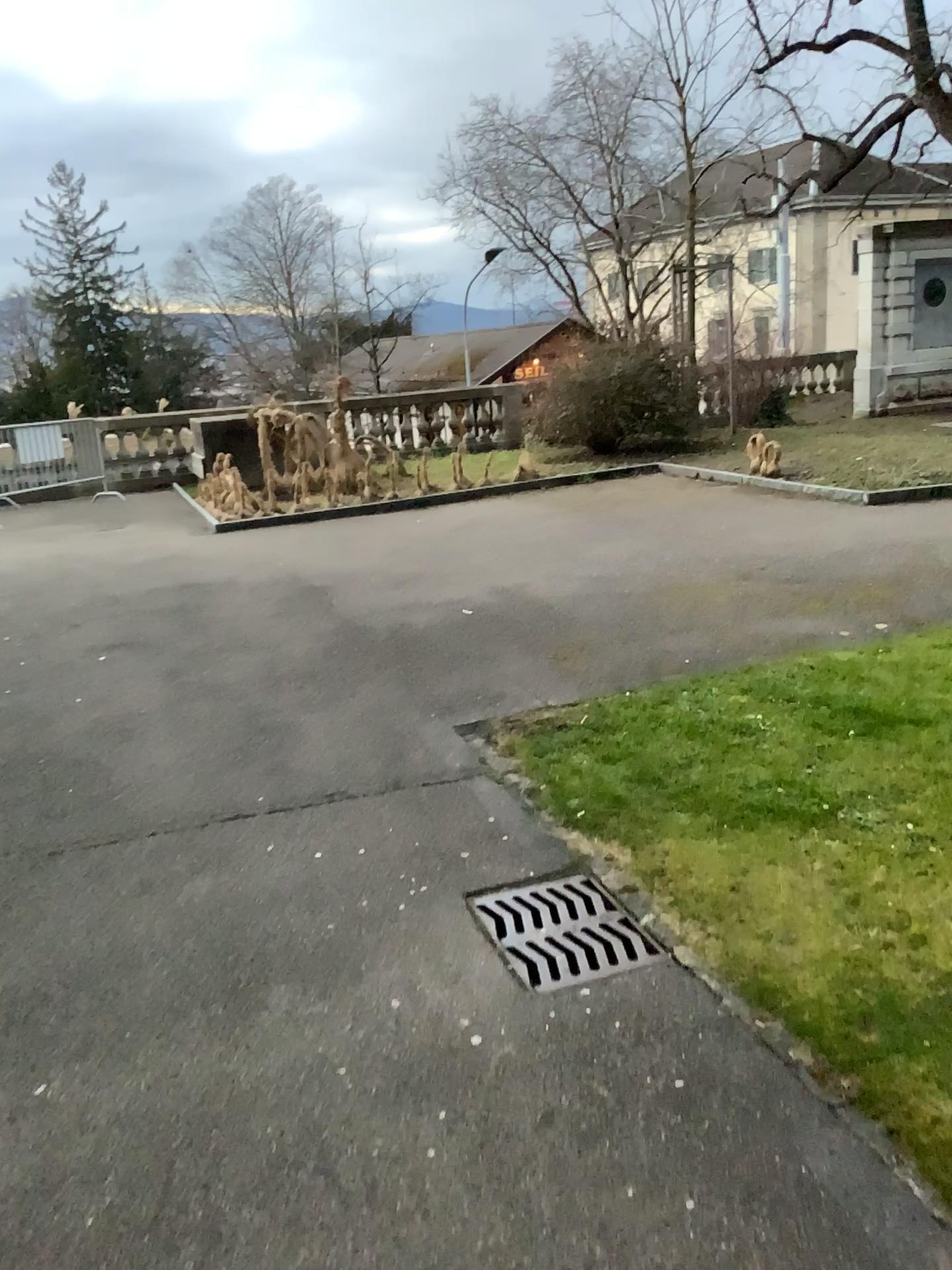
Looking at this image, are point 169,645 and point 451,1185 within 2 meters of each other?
Answer: no
